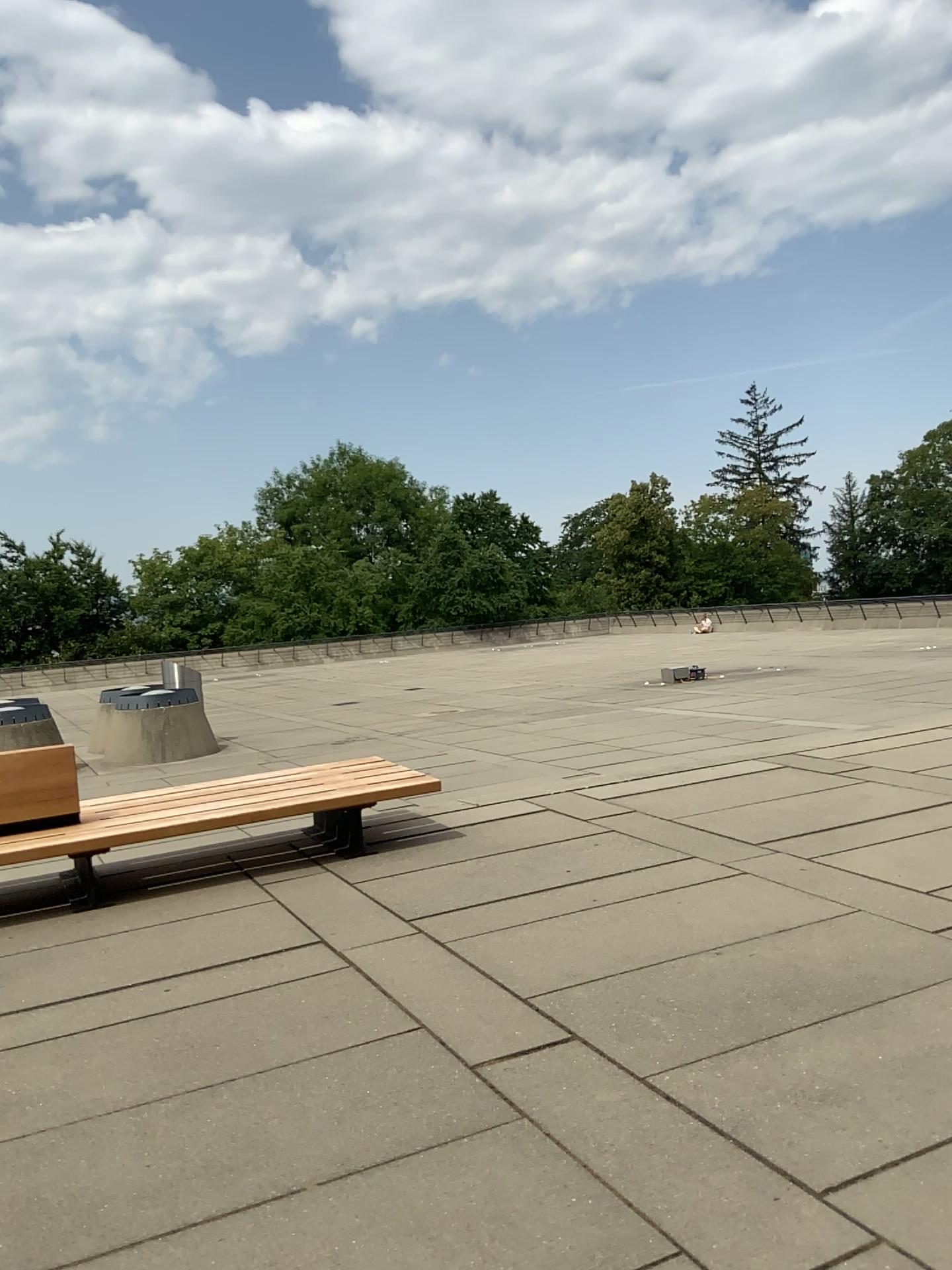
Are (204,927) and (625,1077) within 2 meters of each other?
no
